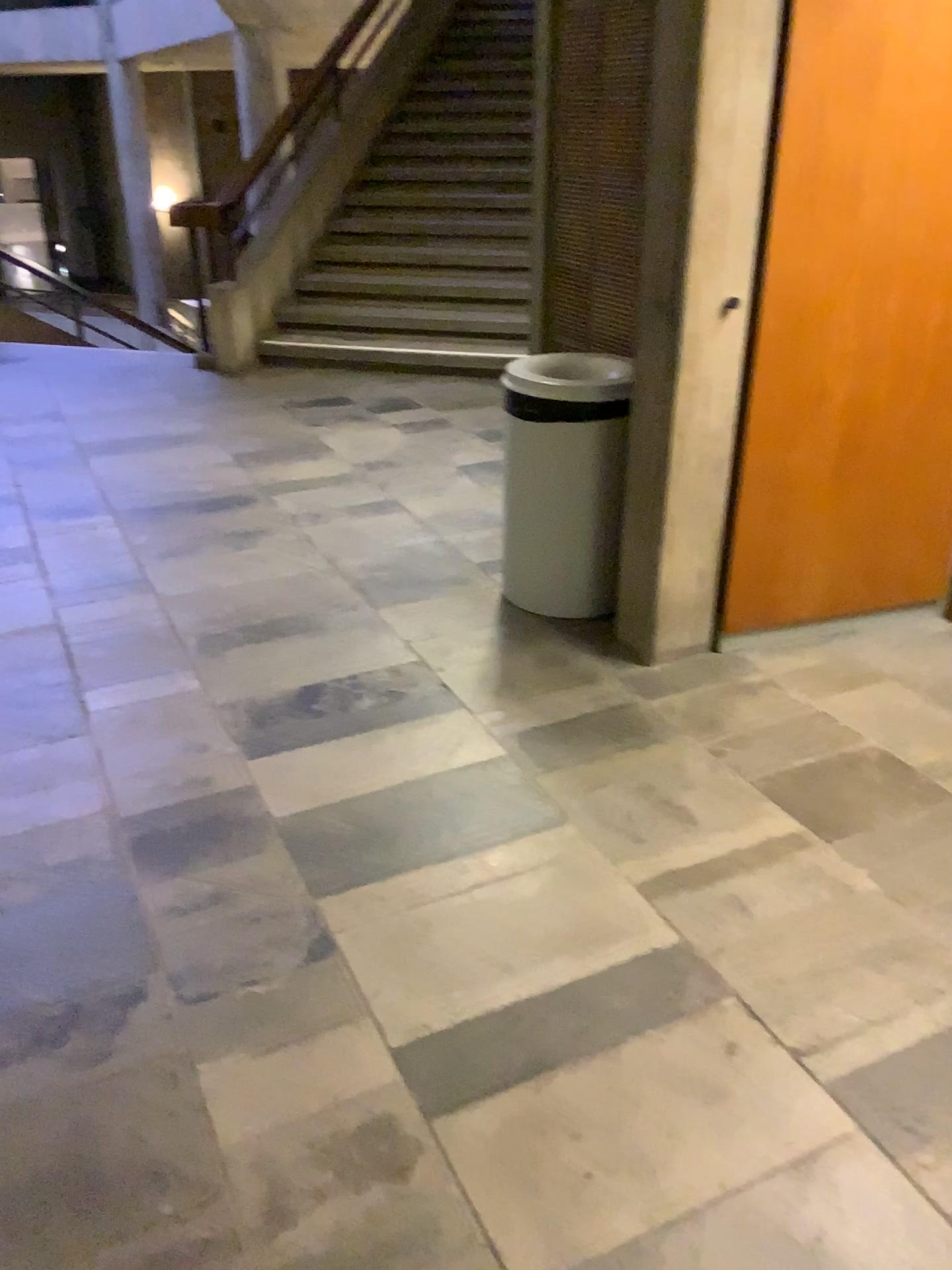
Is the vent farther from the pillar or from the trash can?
the pillar

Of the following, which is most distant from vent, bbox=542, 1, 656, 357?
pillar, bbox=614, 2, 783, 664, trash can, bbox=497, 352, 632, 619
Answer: pillar, bbox=614, 2, 783, 664

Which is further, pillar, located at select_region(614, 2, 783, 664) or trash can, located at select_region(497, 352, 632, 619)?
trash can, located at select_region(497, 352, 632, 619)

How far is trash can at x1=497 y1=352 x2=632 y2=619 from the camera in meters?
3.0

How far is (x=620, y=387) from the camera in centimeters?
302cm

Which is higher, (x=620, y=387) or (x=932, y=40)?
(x=932, y=40)

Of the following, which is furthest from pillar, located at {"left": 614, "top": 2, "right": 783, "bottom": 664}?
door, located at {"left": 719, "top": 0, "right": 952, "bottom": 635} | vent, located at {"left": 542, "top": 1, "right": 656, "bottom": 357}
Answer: vent, located at {"left": 542, "top": 1, "right": 656, "bottom": 357}

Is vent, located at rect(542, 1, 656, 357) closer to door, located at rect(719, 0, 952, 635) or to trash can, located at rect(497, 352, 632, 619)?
trash can, located at rect(497, 352, 632, 619)

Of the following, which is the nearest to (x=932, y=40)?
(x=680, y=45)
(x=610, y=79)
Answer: (x=680, y=45)

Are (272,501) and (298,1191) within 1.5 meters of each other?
no
